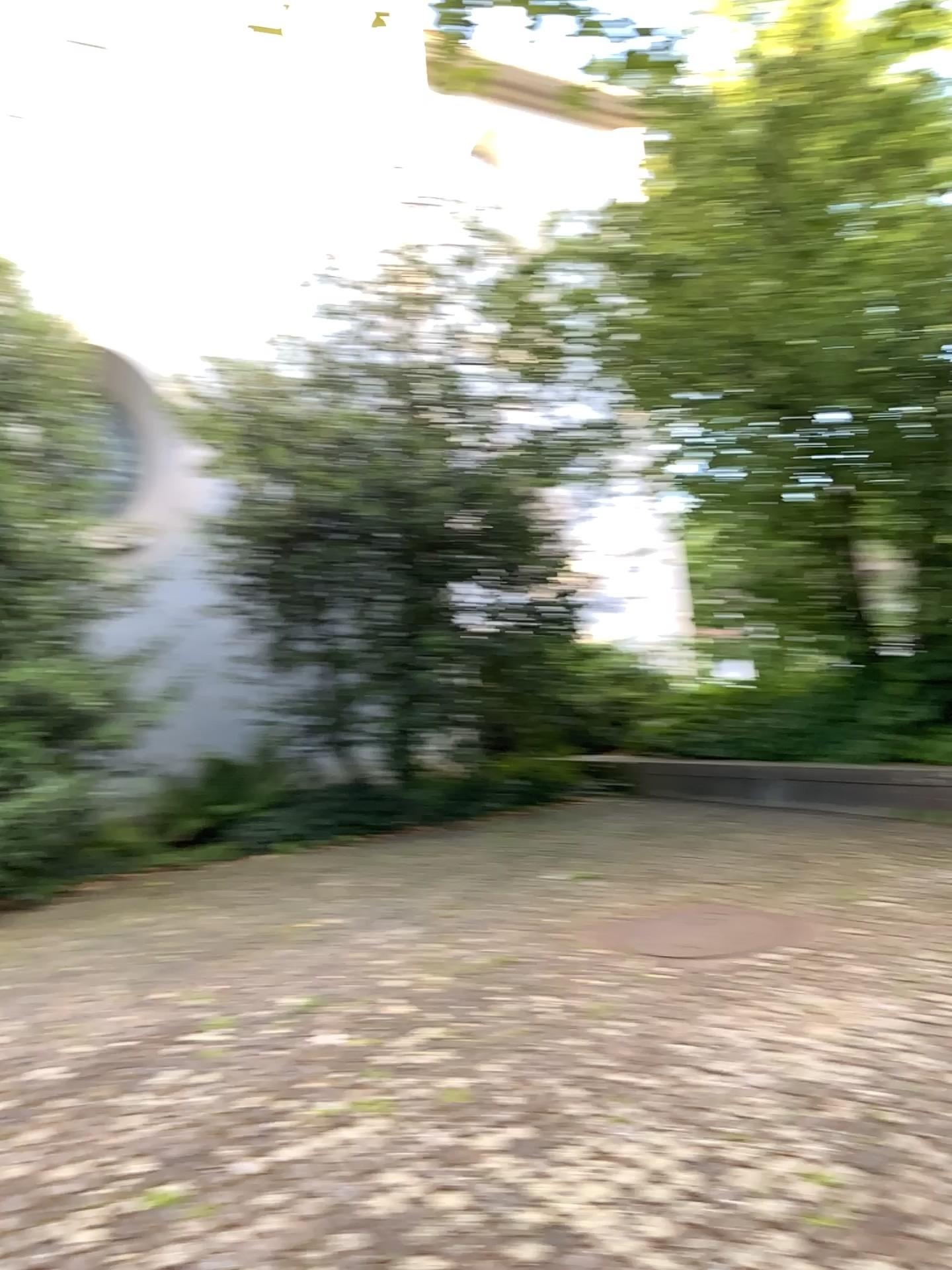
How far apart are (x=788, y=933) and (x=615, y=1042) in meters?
1.4 m
